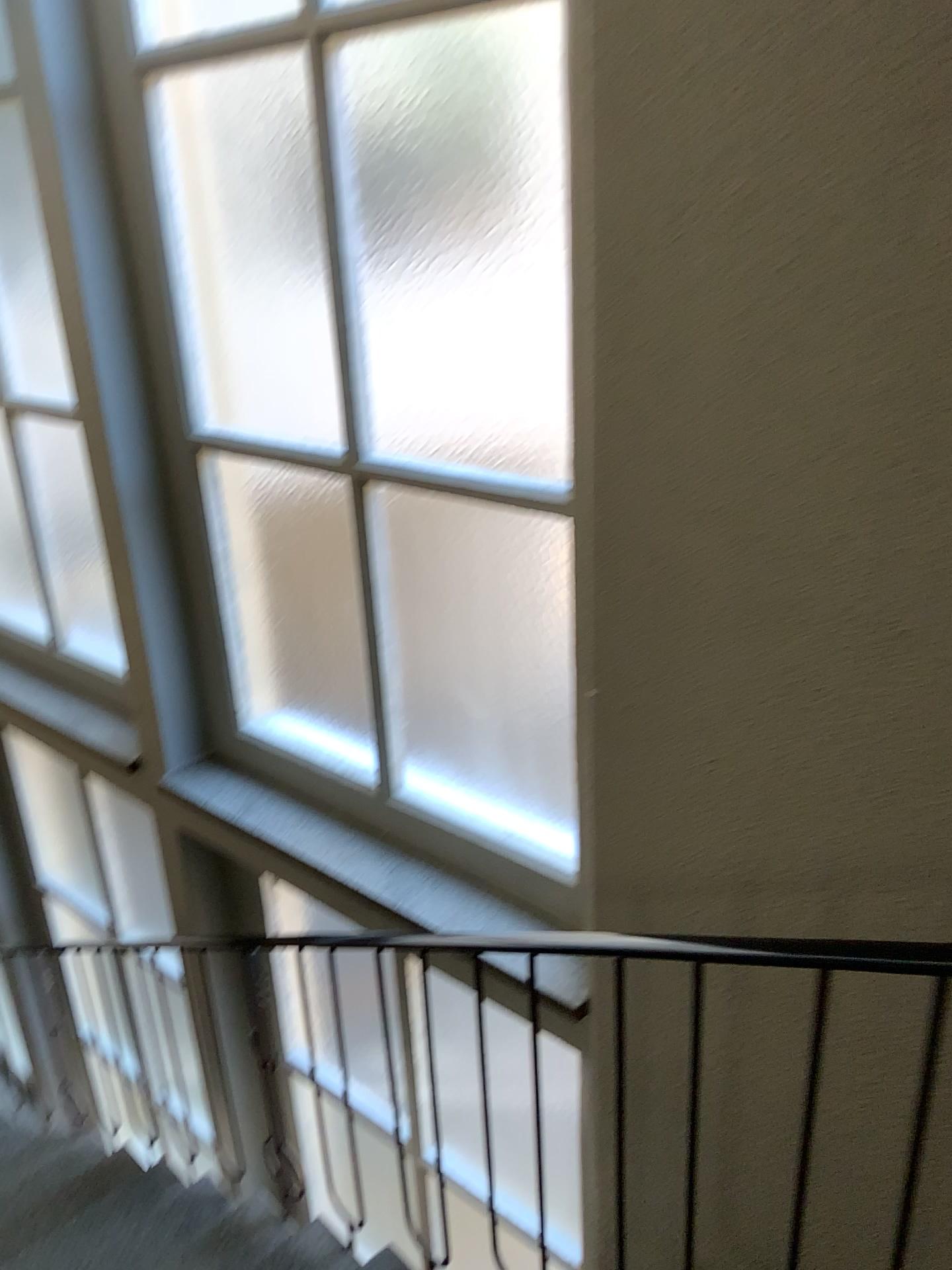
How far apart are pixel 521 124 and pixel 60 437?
2.25m

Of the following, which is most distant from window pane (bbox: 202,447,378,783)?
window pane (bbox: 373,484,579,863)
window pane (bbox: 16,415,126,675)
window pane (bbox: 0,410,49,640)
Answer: window pane (bbox: 0,410,49,640)

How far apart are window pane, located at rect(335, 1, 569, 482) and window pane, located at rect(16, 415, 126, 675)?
1.5 meters

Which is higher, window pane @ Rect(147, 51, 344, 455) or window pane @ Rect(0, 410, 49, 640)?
window pane @ Rect(147, 51, 344, 455)

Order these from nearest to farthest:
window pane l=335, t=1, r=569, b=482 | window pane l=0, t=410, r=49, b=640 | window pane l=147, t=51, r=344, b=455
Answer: window pane l=335, t=1, r=569, b=482 < window pane l=147, t=51, r=344, b=455 < window pane l=0, t=410, r=49, b=640

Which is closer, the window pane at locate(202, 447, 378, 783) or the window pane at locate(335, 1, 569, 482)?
the window pane at locate(335, 1, 569, 482)

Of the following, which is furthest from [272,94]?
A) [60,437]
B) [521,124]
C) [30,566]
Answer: [30,566]

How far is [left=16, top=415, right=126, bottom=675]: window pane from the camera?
3.6m

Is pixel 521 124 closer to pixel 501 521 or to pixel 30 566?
pixel 501 521

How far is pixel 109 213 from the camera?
2.6m
